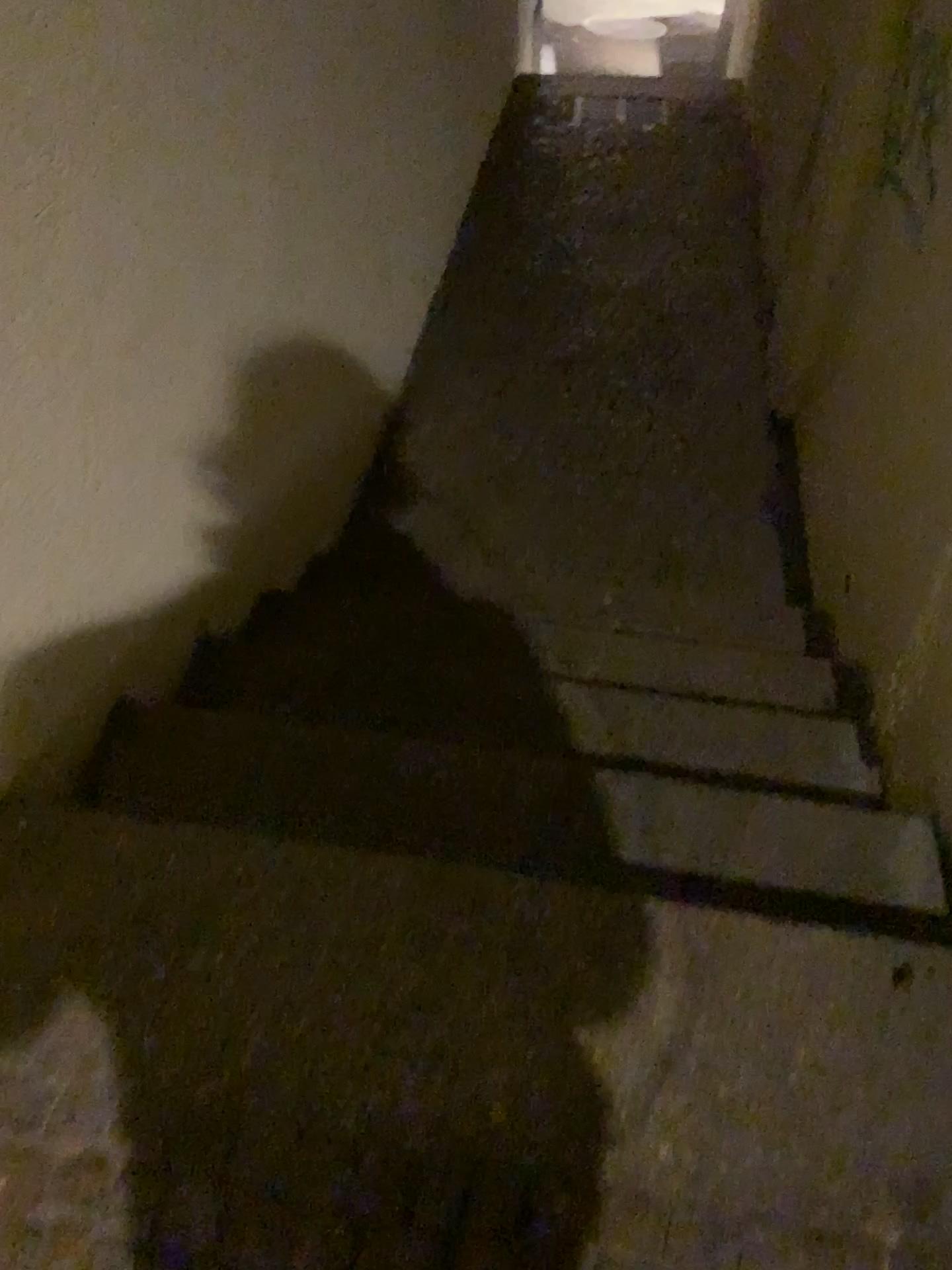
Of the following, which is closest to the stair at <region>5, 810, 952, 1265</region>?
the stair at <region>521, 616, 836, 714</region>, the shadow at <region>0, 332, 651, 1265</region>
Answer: the shadow at <region>0, 332, 651, 1265</region>

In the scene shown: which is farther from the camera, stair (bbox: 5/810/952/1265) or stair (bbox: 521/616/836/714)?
stair (bbox: 521/616/836/714)

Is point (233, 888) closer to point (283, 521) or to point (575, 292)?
point (283, 521)

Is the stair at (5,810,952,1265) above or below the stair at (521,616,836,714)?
above

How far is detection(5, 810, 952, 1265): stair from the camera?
1.1 meters

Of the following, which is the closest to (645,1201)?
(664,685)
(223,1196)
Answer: (223,1196)

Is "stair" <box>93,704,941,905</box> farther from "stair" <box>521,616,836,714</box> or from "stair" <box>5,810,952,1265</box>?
"stair" <box>521,616,836,714</box>

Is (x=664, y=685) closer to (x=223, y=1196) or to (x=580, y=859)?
(x=580, y=859)

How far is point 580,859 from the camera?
1.6m

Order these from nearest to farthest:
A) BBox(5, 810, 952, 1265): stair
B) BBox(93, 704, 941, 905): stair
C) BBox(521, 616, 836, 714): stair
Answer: BBox(5, 810, 952, 1265): stair, BBox(93, 704, 941, 905): stair, BBox(521, 616, 836, 714): stair
